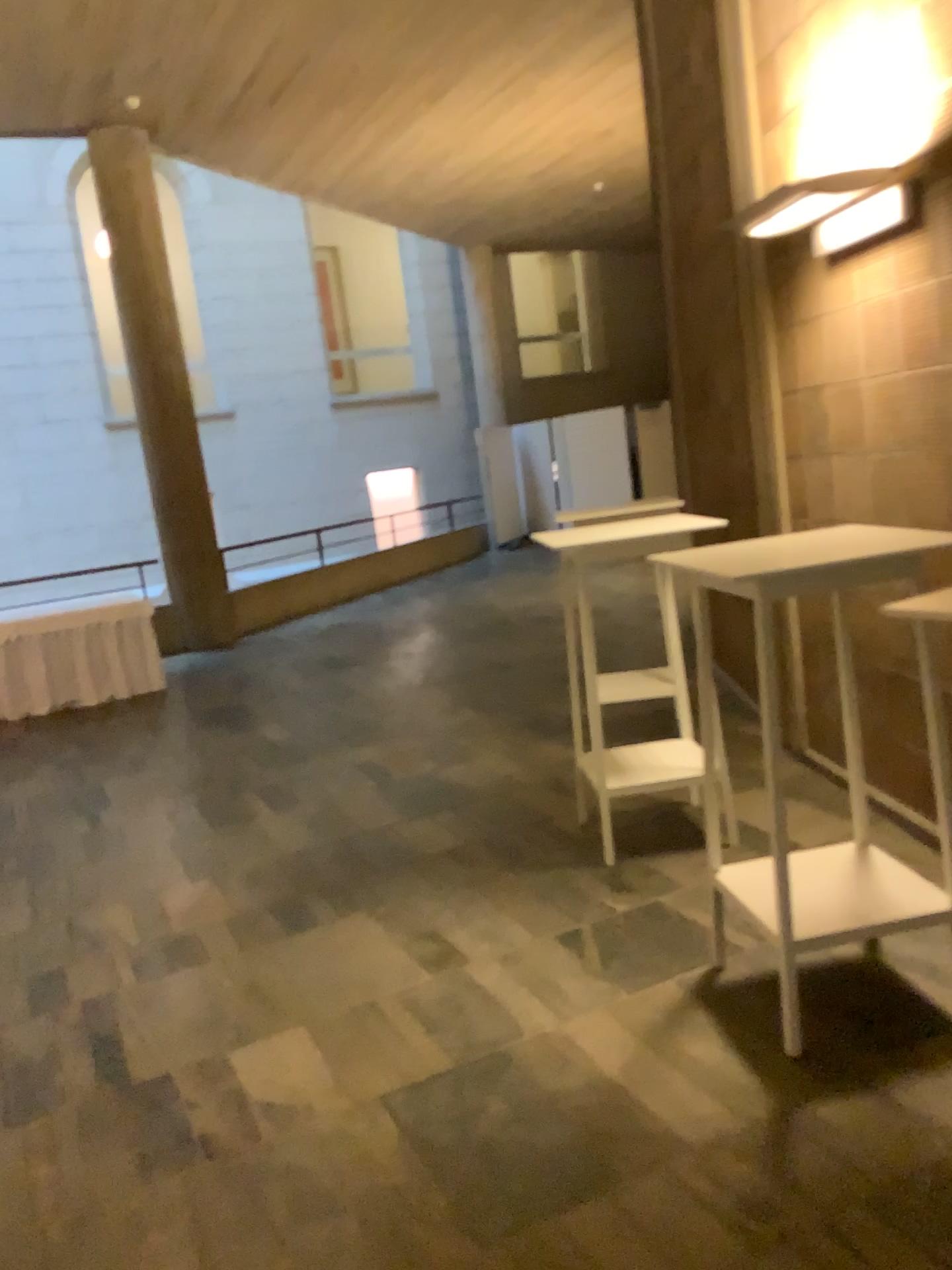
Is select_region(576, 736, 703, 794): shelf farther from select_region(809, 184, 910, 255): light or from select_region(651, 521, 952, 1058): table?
select_region(809, 184, 910, 255): light

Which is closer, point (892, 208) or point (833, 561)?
point (833, 561)

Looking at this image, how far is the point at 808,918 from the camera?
2.5 meters

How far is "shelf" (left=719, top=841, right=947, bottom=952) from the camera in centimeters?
248cm

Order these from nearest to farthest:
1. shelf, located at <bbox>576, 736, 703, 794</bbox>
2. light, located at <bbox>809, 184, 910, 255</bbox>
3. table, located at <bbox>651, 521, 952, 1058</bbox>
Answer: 1. table, located at <bbox>651, 521, 952, 1058</bbox>
2. light, located at <bbox>809, 184, 910, 255</bbox>
3. shelf, located at <bbox>576, 736, 703, 794</bbox>

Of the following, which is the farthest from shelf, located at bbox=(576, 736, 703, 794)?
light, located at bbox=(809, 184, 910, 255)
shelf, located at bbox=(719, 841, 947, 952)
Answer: light, located at bbox=(809, 184, 910, 255)

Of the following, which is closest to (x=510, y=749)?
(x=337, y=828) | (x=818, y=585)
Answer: (x=337, y=828)

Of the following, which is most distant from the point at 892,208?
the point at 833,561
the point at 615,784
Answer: the point at 615,784

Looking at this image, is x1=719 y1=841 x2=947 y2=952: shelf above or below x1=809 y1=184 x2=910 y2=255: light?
below

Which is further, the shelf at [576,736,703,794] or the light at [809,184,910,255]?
the shelf at [576,736,703,794]
